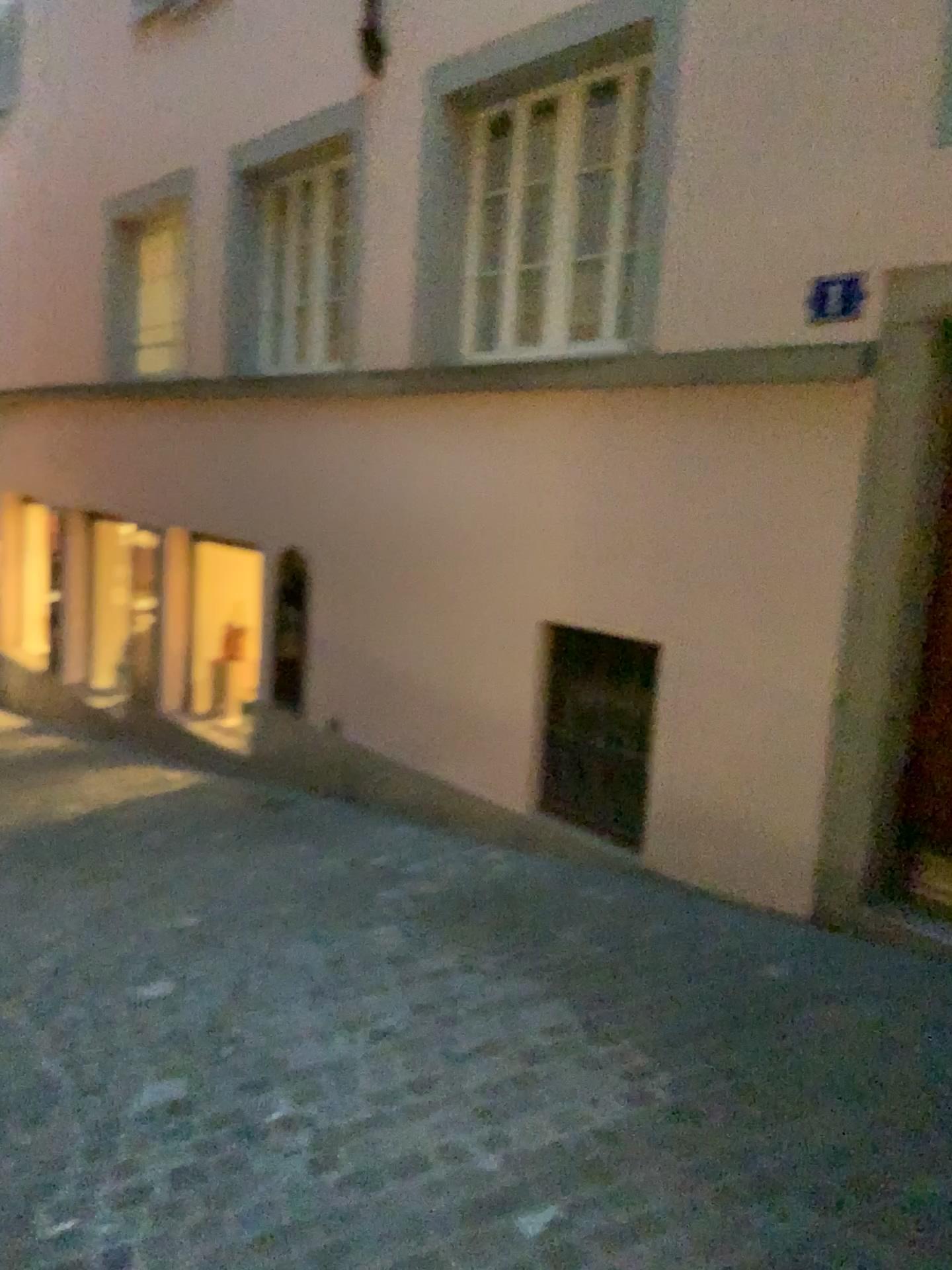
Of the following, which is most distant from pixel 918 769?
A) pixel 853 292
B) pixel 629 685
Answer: pixel 853 292

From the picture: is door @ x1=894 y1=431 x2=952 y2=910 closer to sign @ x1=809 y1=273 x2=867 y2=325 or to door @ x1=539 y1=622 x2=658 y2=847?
door @ x1=539 y1=622 x2=658 y2=847

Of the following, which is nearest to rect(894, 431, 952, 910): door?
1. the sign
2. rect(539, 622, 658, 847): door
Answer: rect(539, 622, 658, 847): door

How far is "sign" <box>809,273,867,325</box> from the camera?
3.7m

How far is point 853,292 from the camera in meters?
3.7

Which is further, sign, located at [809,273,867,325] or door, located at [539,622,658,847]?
door, located at [539,622,658,847]

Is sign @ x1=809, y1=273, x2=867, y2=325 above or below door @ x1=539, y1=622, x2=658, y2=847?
above

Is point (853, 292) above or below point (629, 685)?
above

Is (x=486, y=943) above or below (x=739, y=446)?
below

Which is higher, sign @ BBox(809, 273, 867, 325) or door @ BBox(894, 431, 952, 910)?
sign @ BBox(809, 273, 867, 325)
